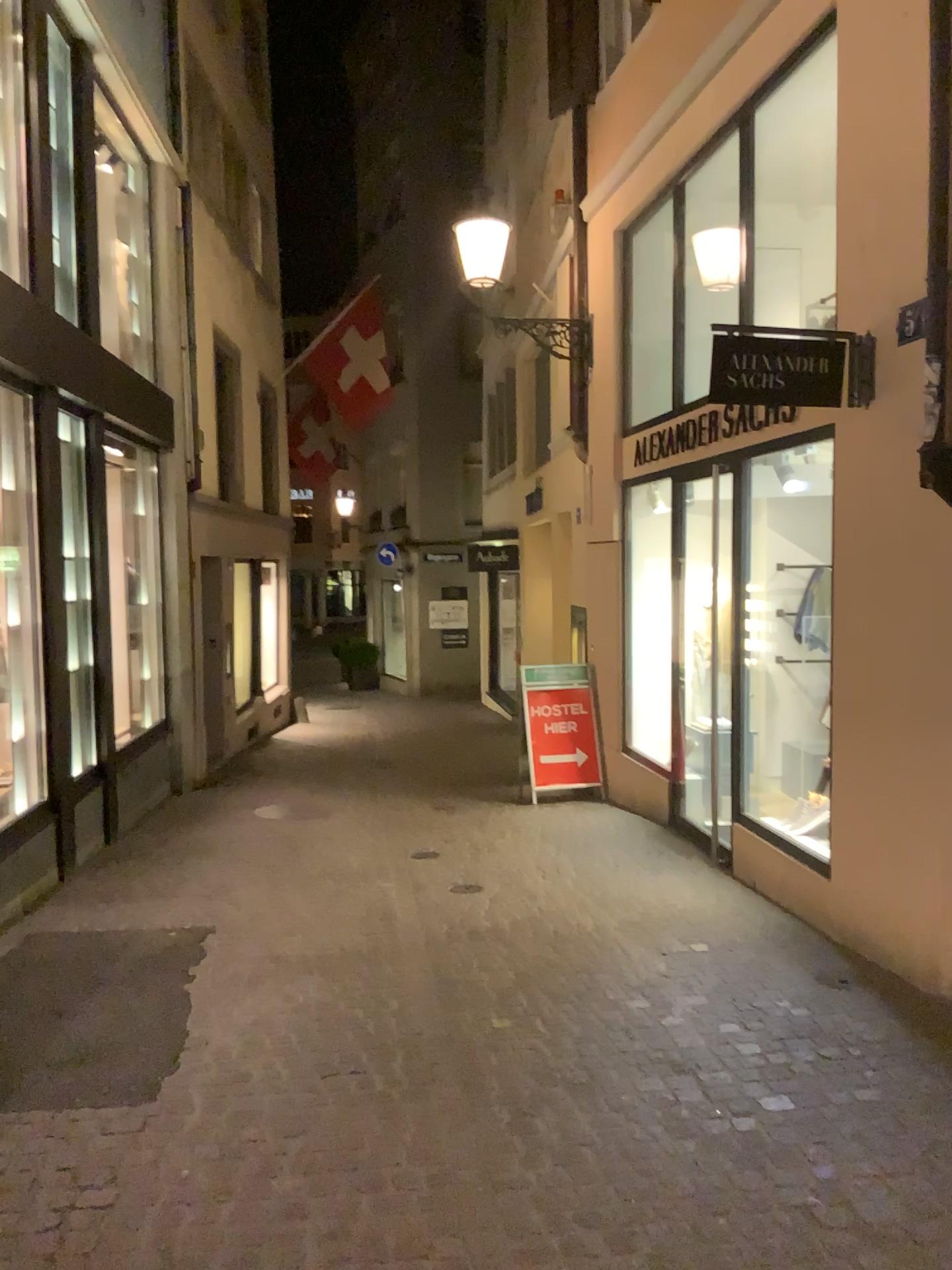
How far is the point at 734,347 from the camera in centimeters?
449cm

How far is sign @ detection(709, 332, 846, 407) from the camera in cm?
449

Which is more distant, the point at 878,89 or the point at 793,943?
the point at 793,943
